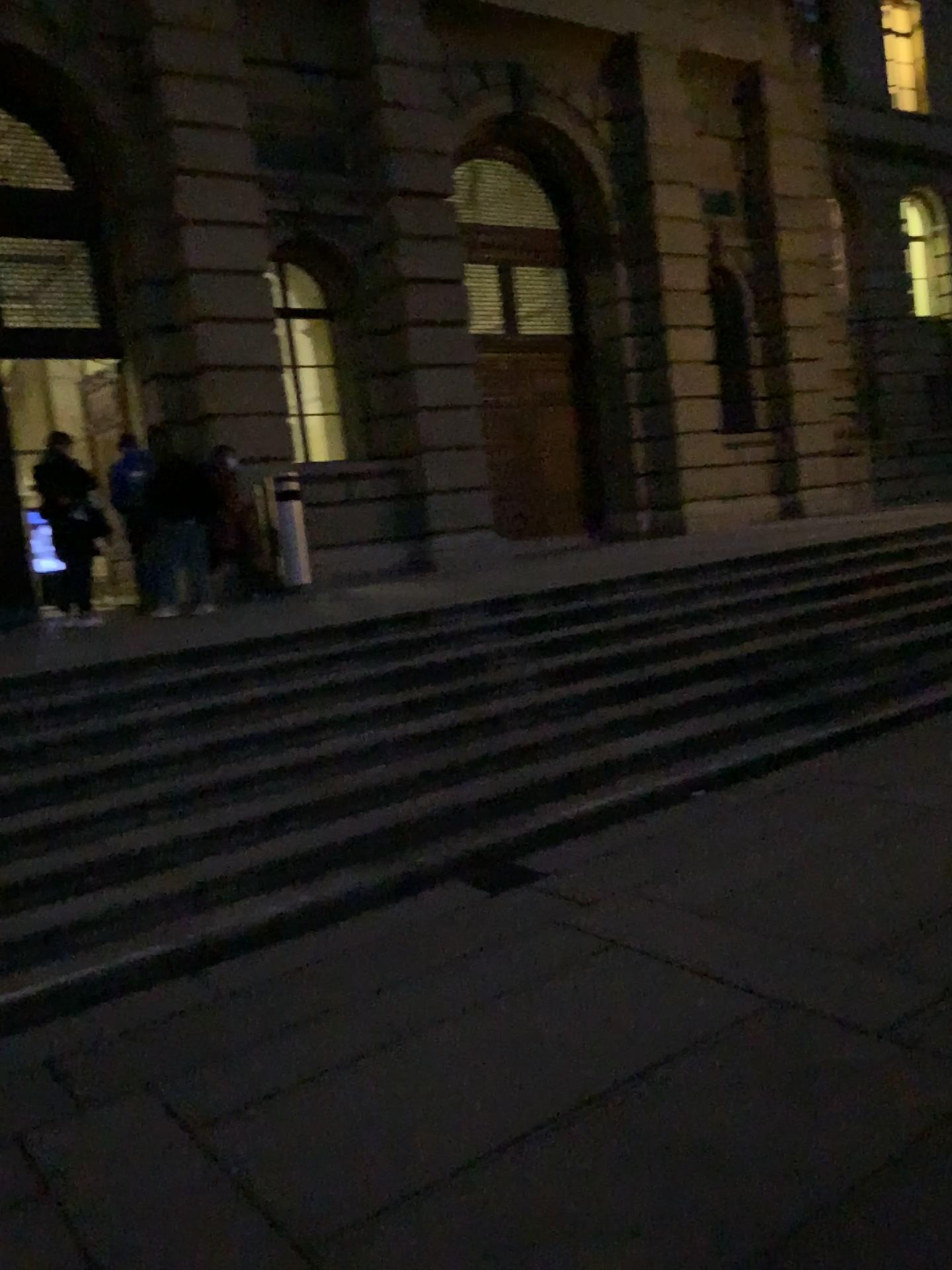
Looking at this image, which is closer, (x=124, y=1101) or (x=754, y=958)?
(x=124, y=1101)
